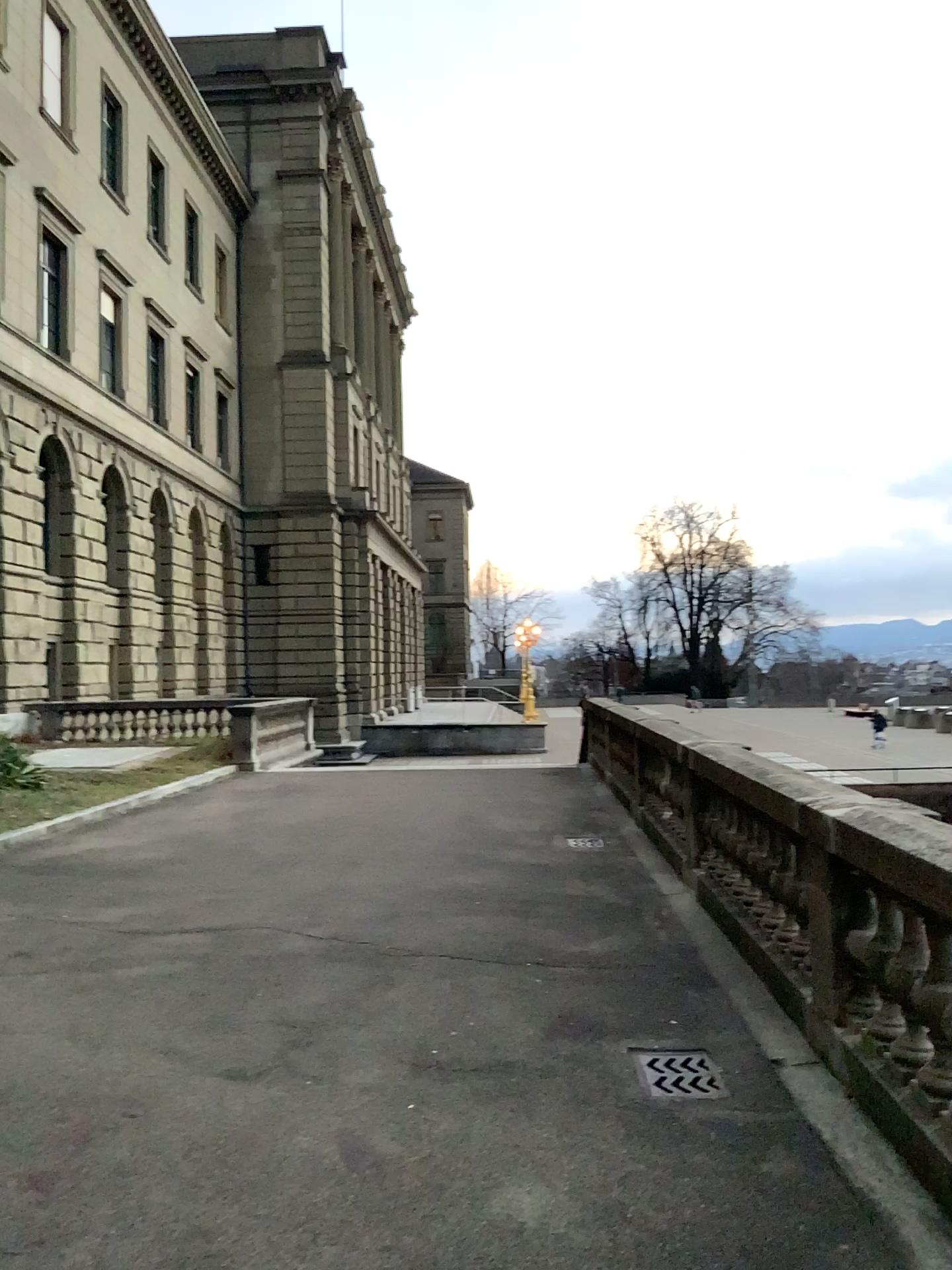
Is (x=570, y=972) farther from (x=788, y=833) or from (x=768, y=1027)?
(x=788, y=833)

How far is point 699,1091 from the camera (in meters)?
4.06

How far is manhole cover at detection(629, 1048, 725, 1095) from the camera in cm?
406
